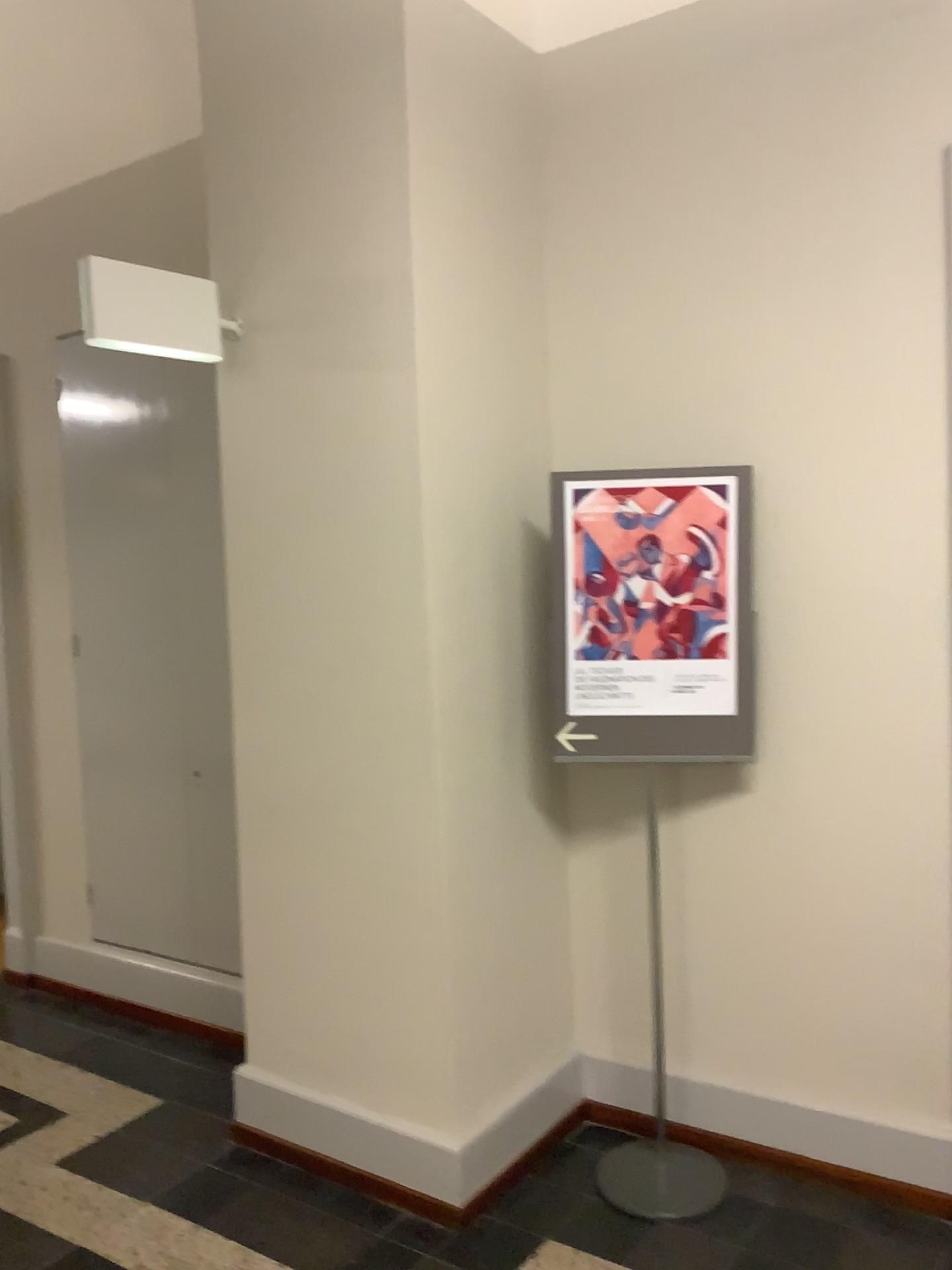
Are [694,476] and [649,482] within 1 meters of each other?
yes

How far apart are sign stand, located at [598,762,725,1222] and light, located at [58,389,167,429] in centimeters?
233cm

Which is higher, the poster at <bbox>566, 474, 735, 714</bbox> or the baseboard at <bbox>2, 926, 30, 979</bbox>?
the poster at <bbox>566, 474, 735, 714</bbox>

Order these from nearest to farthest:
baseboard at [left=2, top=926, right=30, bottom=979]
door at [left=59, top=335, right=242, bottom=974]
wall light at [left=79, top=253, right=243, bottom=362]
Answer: wall light at [left=79, top=253, right=243, bottom=362]
door at [left=59, top=335, right=242, bottom=974]
baseboard at [left=2, top=926, right=30, bottom=979]

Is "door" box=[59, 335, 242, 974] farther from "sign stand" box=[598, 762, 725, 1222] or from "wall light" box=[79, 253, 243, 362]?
"sign stand" box=[598, 762, 725, 1222]

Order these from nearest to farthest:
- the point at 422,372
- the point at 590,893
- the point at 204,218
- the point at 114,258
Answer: the point at 422,372 → the point at 590,893 → the point at 204,218 → the point at 114,258

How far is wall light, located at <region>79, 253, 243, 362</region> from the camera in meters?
2.5

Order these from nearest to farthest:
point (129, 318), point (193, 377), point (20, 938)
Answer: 1. point (129, 318)
2. point (193, 377)
3. point (20, 938)

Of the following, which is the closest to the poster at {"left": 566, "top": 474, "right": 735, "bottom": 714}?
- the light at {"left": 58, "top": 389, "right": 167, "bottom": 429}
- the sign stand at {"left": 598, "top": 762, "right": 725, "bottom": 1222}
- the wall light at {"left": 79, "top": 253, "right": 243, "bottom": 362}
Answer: the sign stand at {"left": 598, "top": 762, "right": 725, "bottom": 1222}

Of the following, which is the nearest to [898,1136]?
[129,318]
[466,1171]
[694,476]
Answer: [466,1171]
